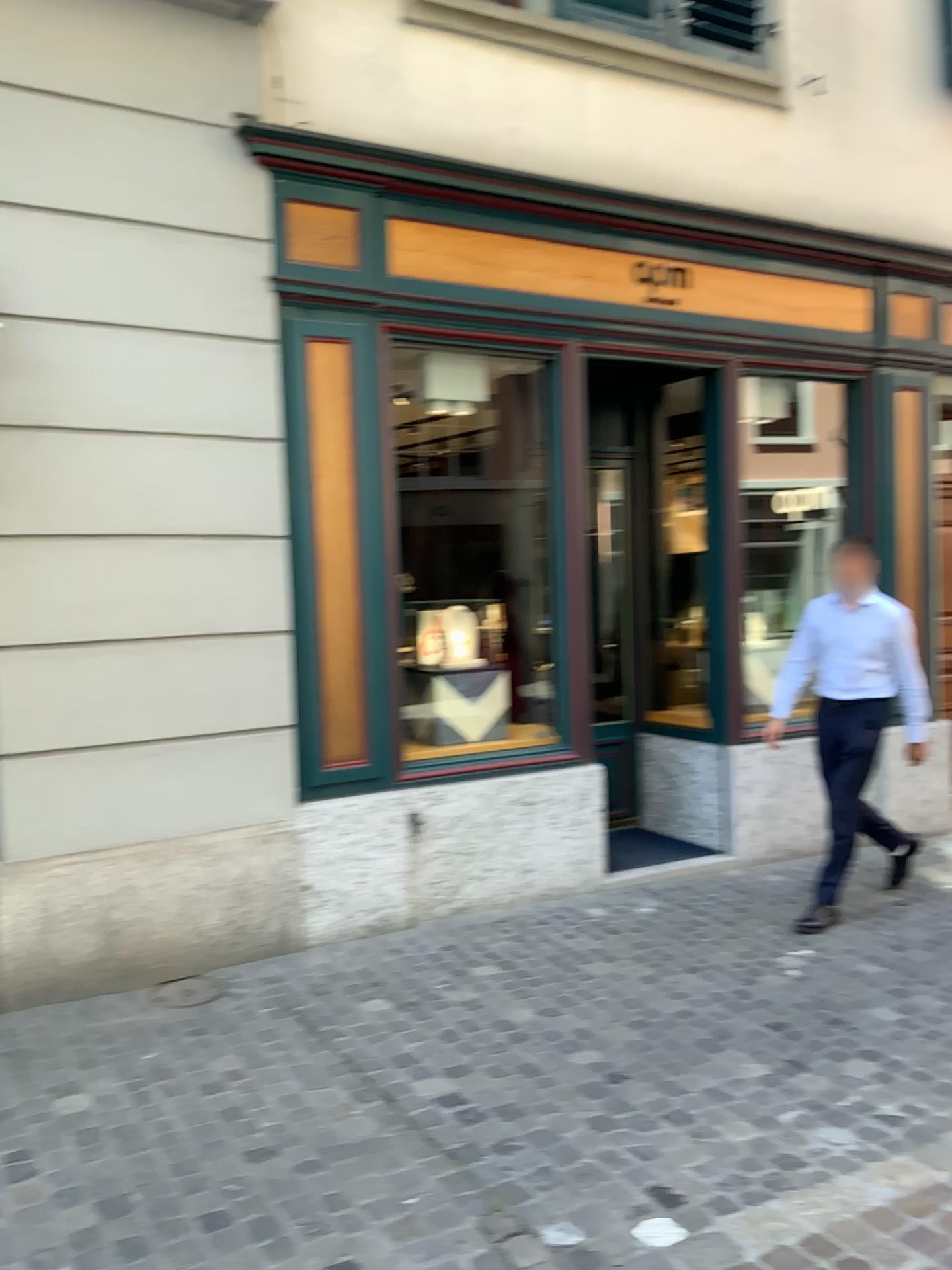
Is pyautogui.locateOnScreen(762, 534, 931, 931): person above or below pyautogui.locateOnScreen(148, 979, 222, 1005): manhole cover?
above

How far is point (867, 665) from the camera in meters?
4.9

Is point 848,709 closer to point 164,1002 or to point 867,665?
point 867,665

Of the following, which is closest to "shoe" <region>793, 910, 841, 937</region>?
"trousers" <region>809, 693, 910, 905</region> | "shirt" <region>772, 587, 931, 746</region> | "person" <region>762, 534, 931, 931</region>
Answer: "person" <region>762, 534, 931, 931</region>

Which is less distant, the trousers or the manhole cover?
the manhole cover

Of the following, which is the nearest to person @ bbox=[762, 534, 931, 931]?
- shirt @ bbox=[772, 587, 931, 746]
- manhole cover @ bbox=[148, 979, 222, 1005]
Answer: shirt @ bbox=[772, 587, 931, 746]

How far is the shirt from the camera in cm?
487

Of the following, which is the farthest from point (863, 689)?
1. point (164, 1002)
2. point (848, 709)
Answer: point (164, 1002)

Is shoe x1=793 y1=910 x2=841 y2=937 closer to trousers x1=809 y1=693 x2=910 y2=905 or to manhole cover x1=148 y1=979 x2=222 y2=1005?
trousers x1=809 y1=693 x2=910 y2=905

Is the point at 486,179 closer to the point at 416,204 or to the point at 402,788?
the point at 416,204
